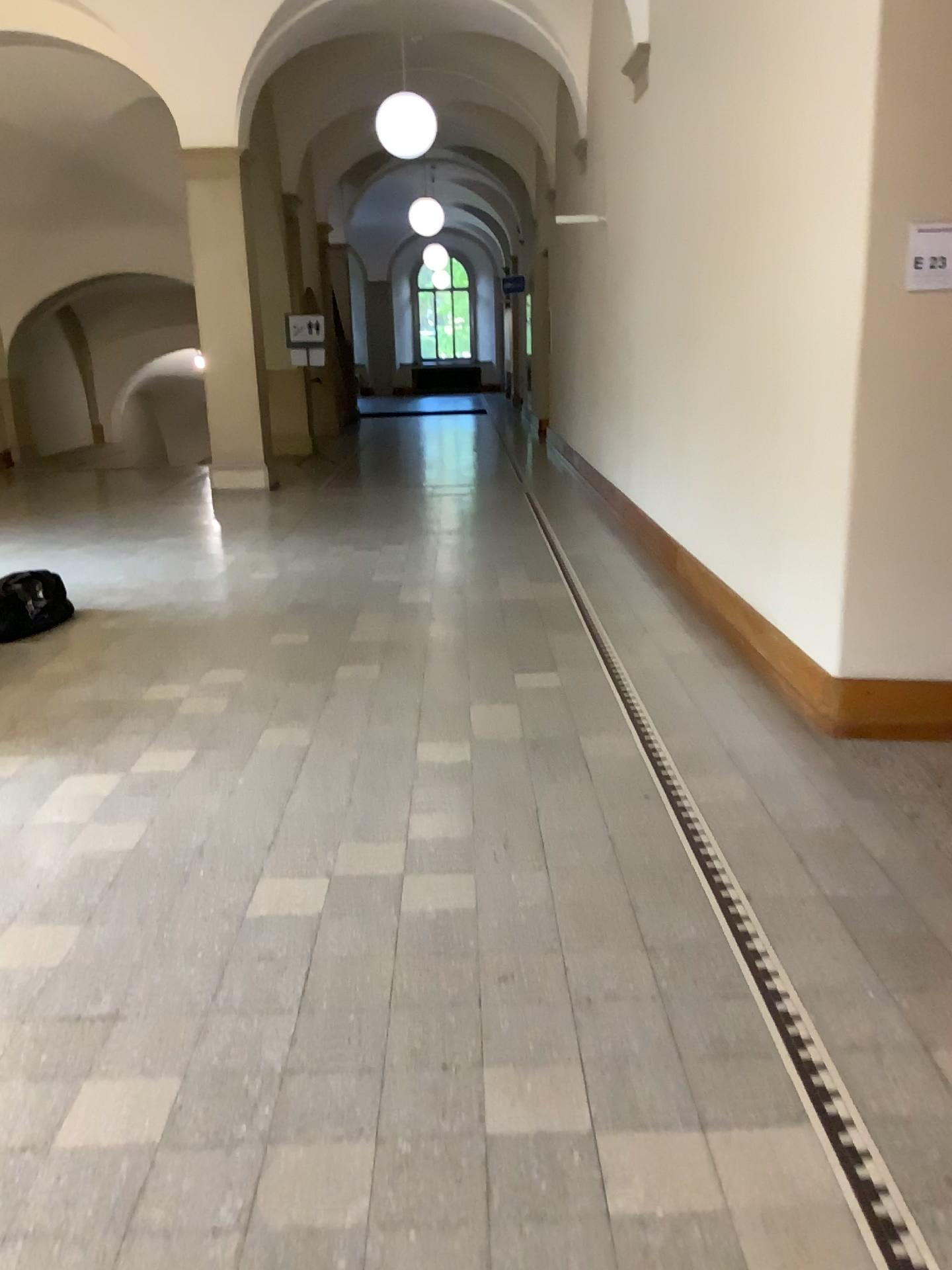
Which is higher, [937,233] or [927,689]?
[937,233]

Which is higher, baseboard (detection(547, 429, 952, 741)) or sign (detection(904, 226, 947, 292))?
sign (detection(904, 226, 947, 292))

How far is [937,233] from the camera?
3.4m

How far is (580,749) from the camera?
3.8m

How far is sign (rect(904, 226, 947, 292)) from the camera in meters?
3.4
